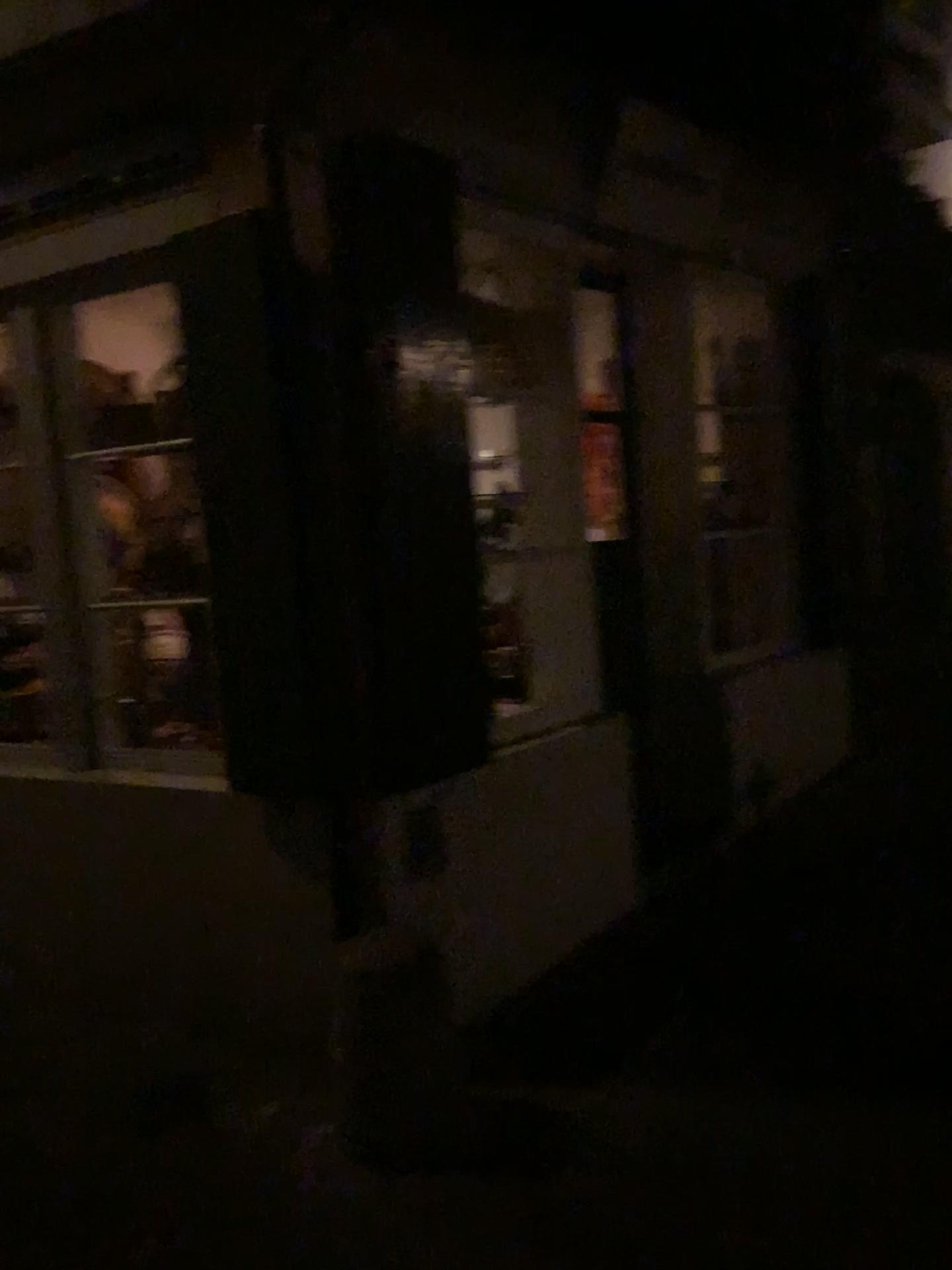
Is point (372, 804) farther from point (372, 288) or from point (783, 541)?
point (783, 541)
